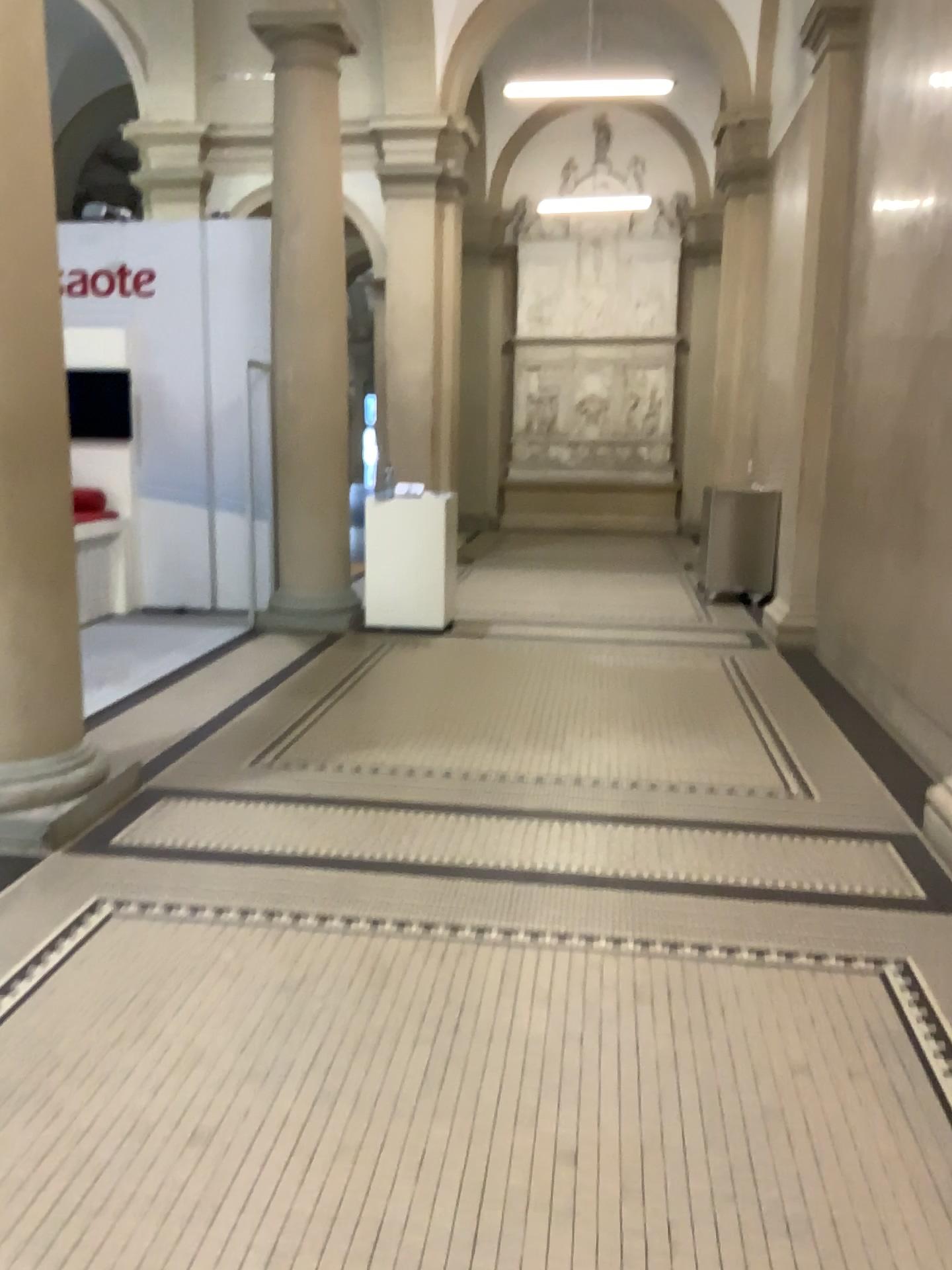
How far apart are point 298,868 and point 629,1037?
1.4m

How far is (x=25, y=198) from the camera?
3.6 meters

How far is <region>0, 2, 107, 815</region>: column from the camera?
3.6m
